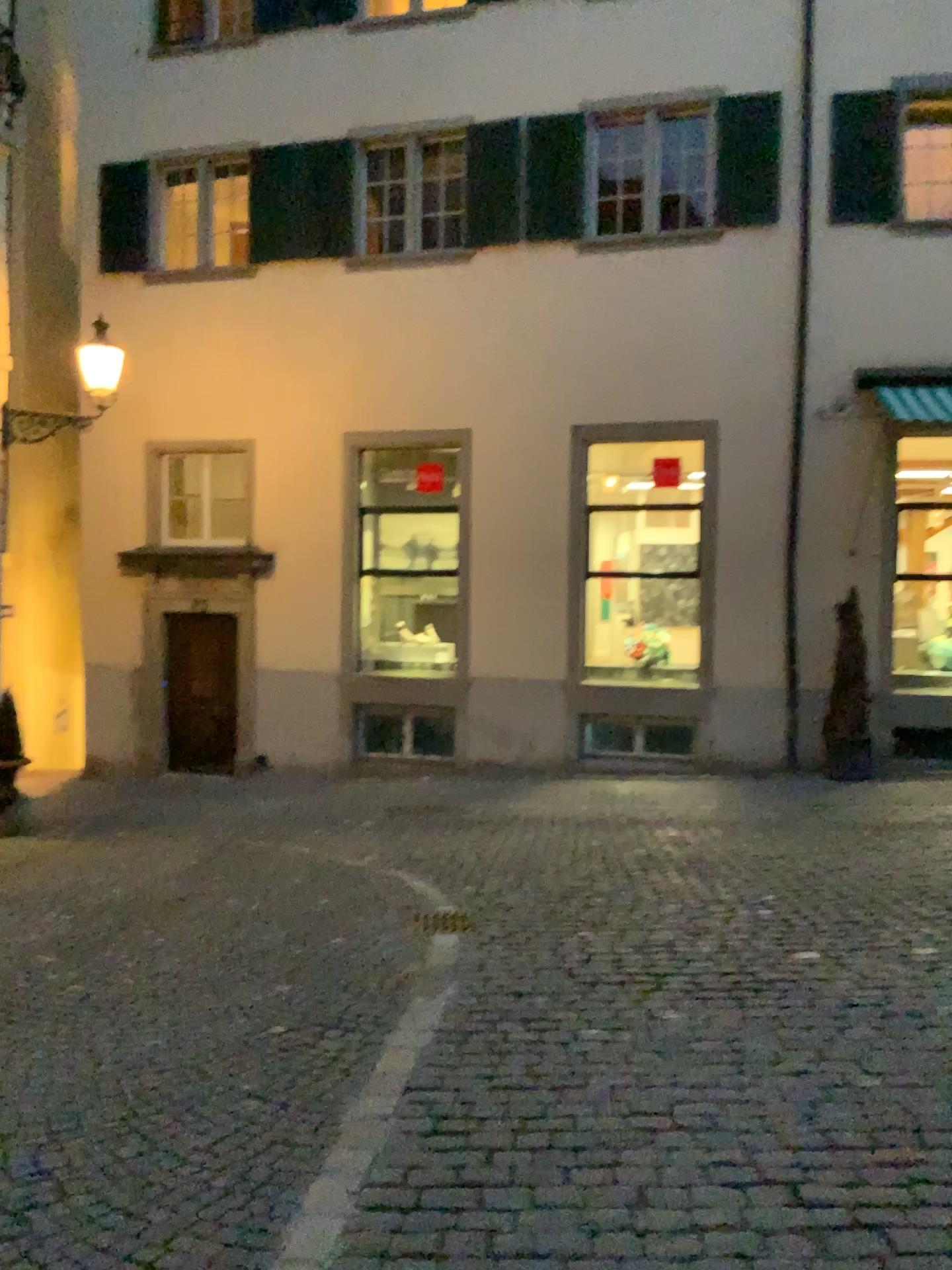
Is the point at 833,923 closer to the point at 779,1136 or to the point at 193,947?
the point at 779,1136
